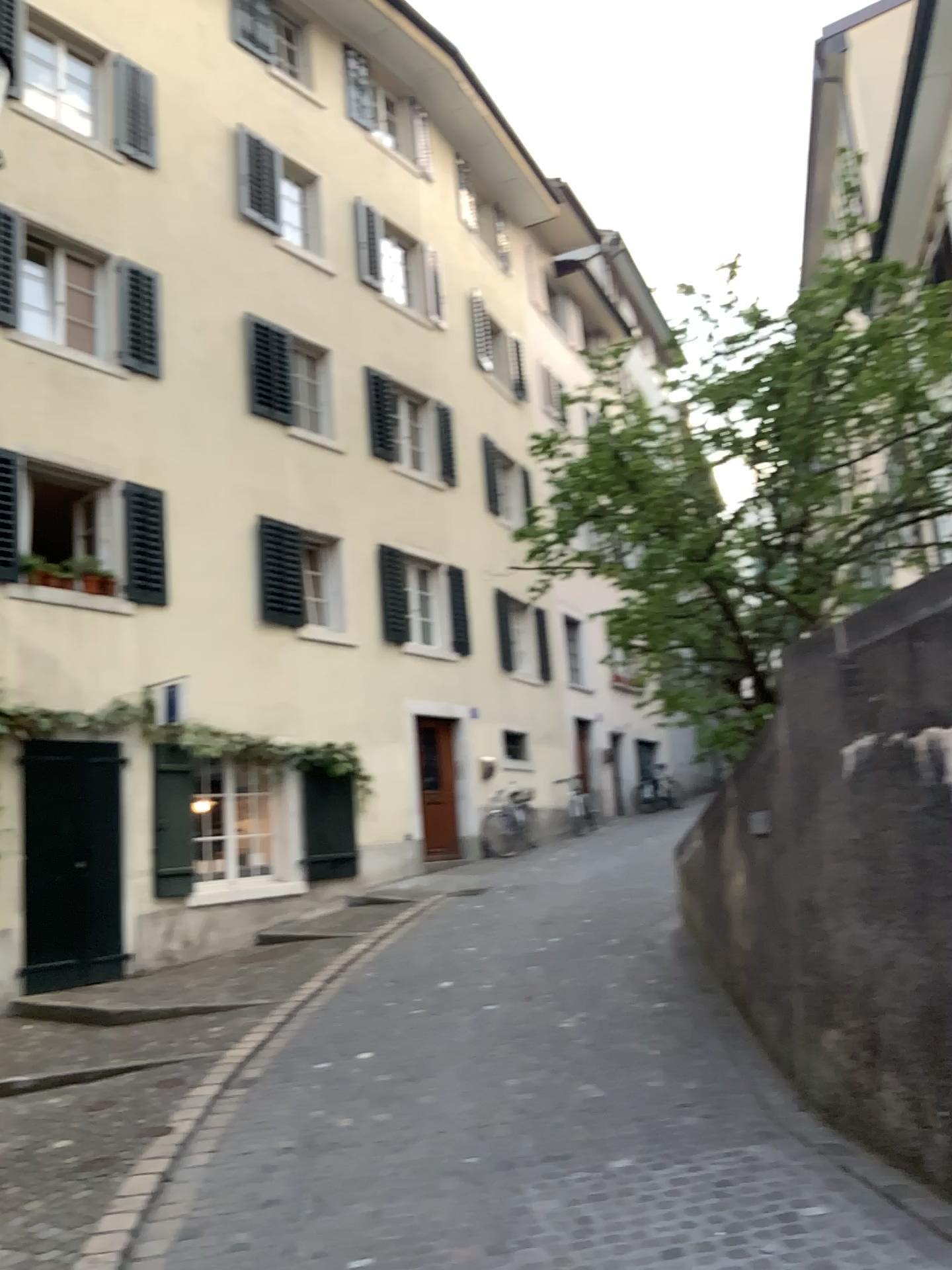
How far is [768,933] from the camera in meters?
5.4 m
